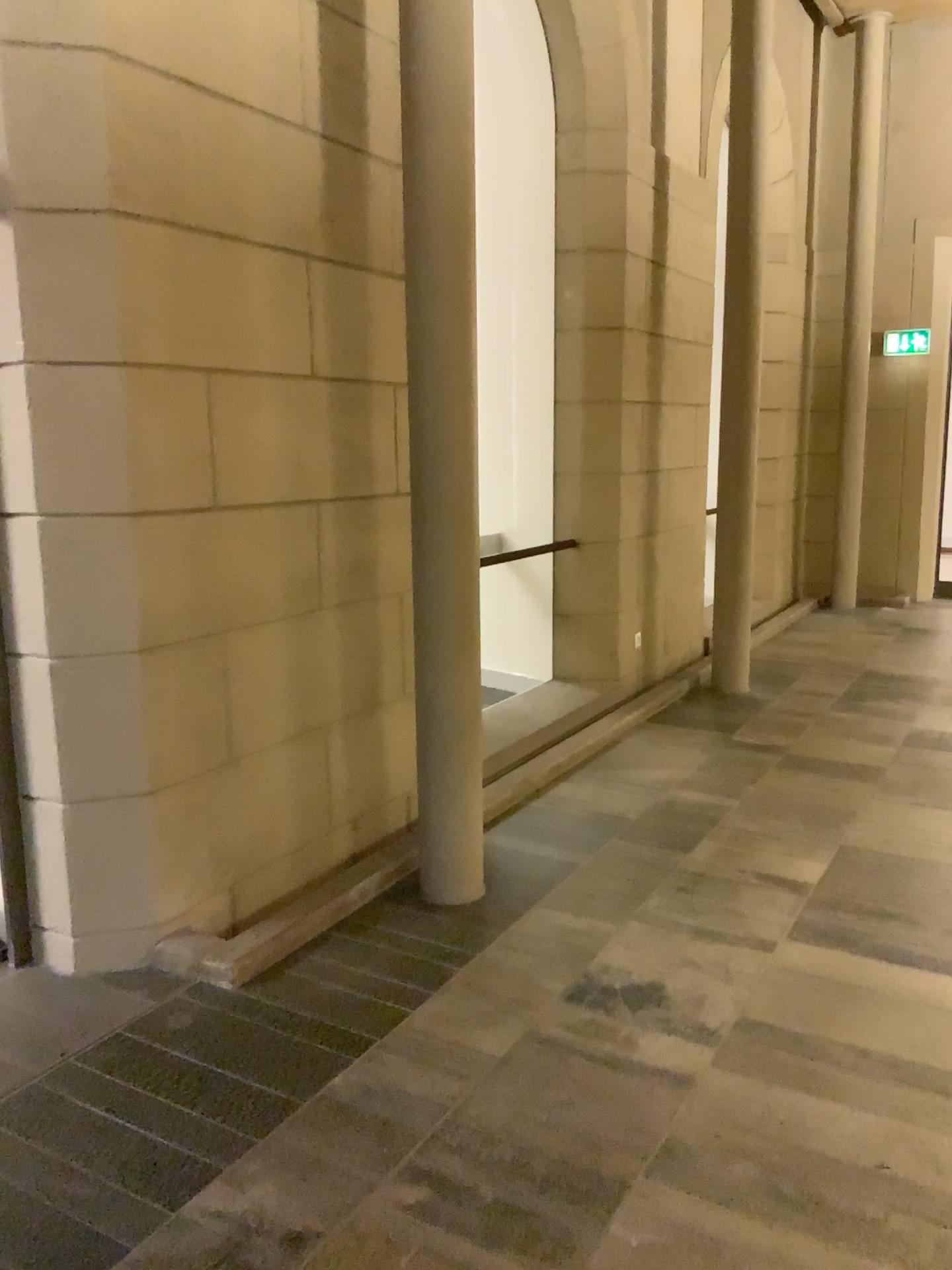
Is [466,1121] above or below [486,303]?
below
